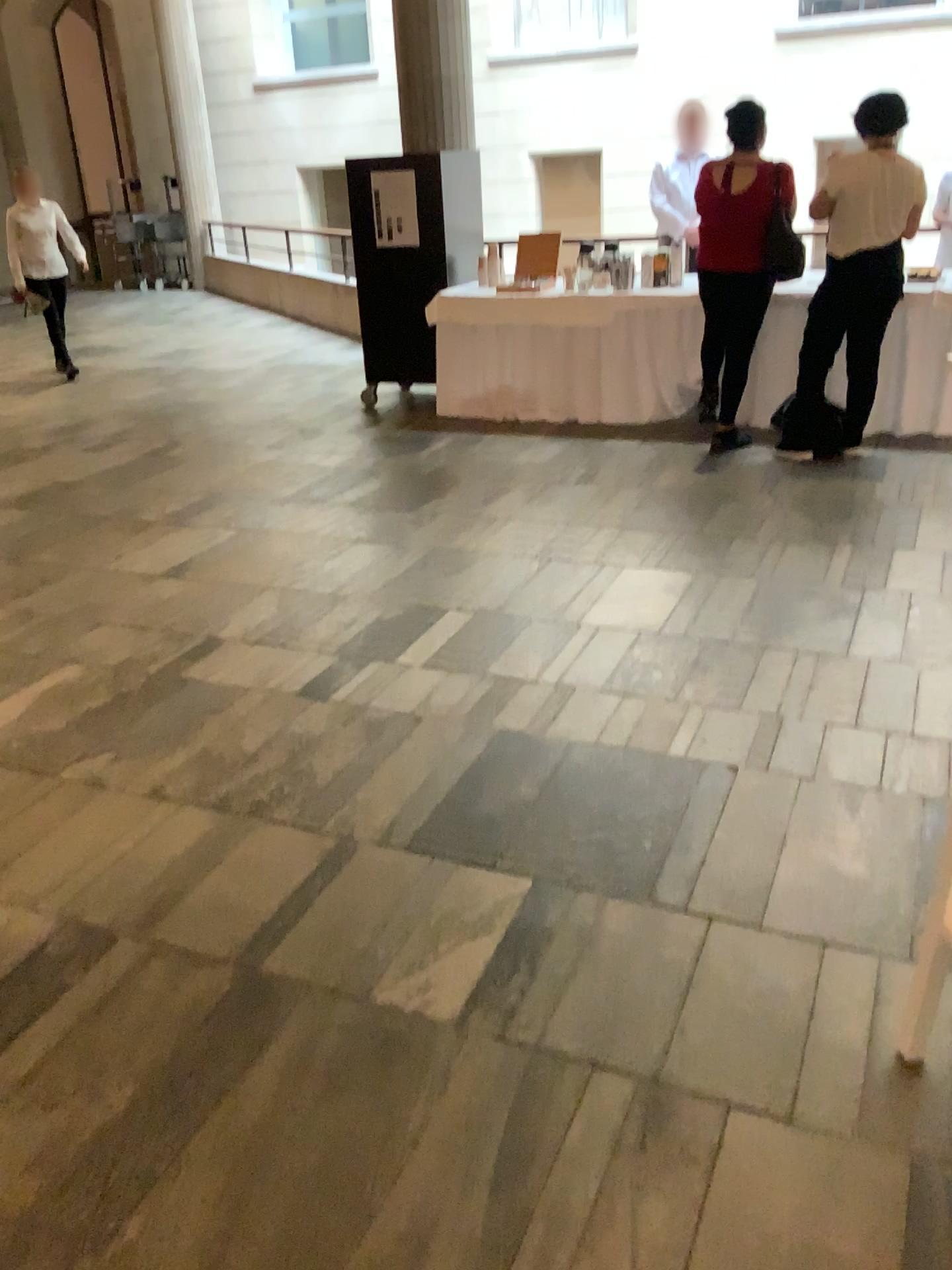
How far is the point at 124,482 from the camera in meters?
5.5
